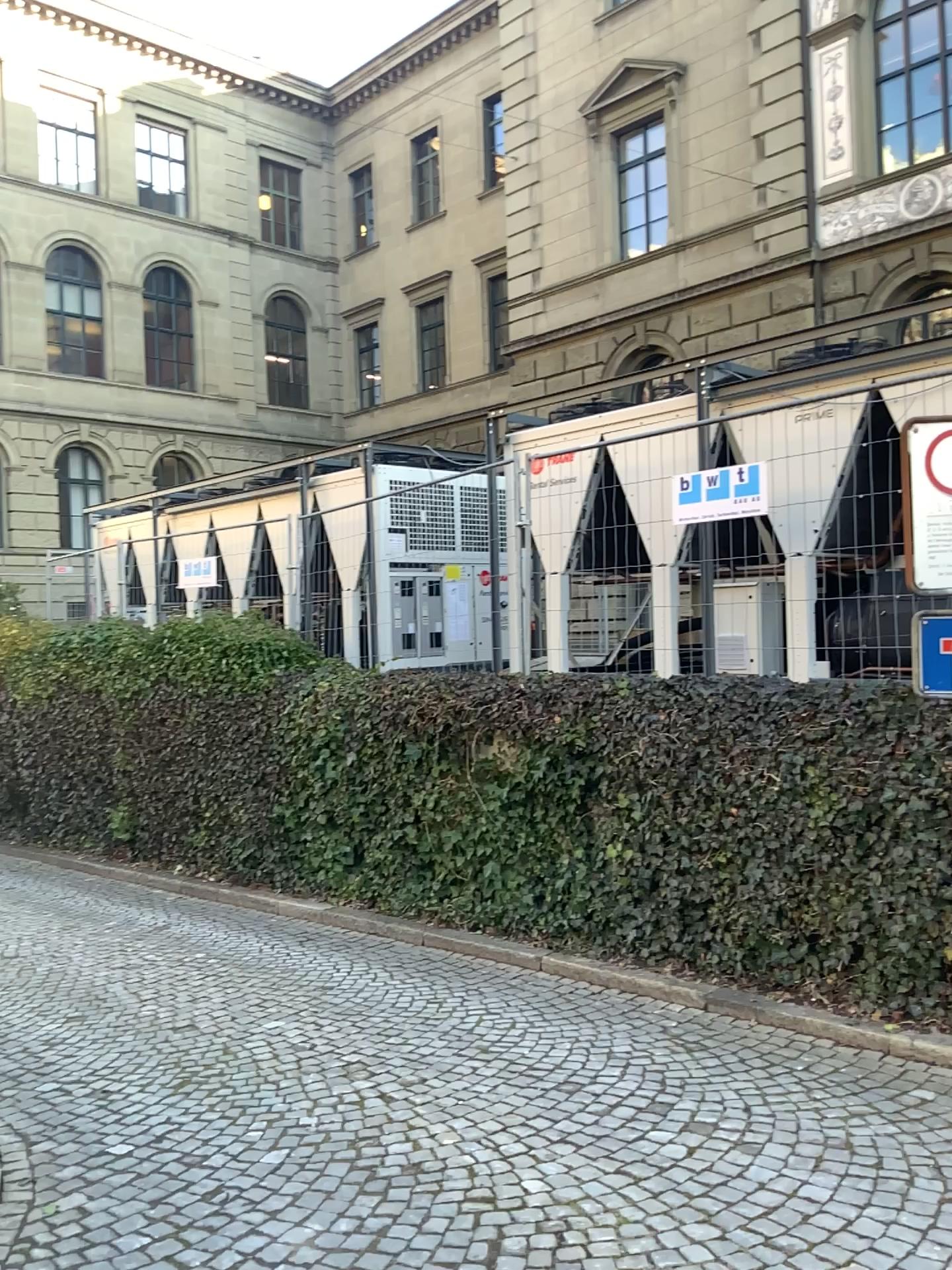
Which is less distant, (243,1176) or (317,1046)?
(243,1176)
